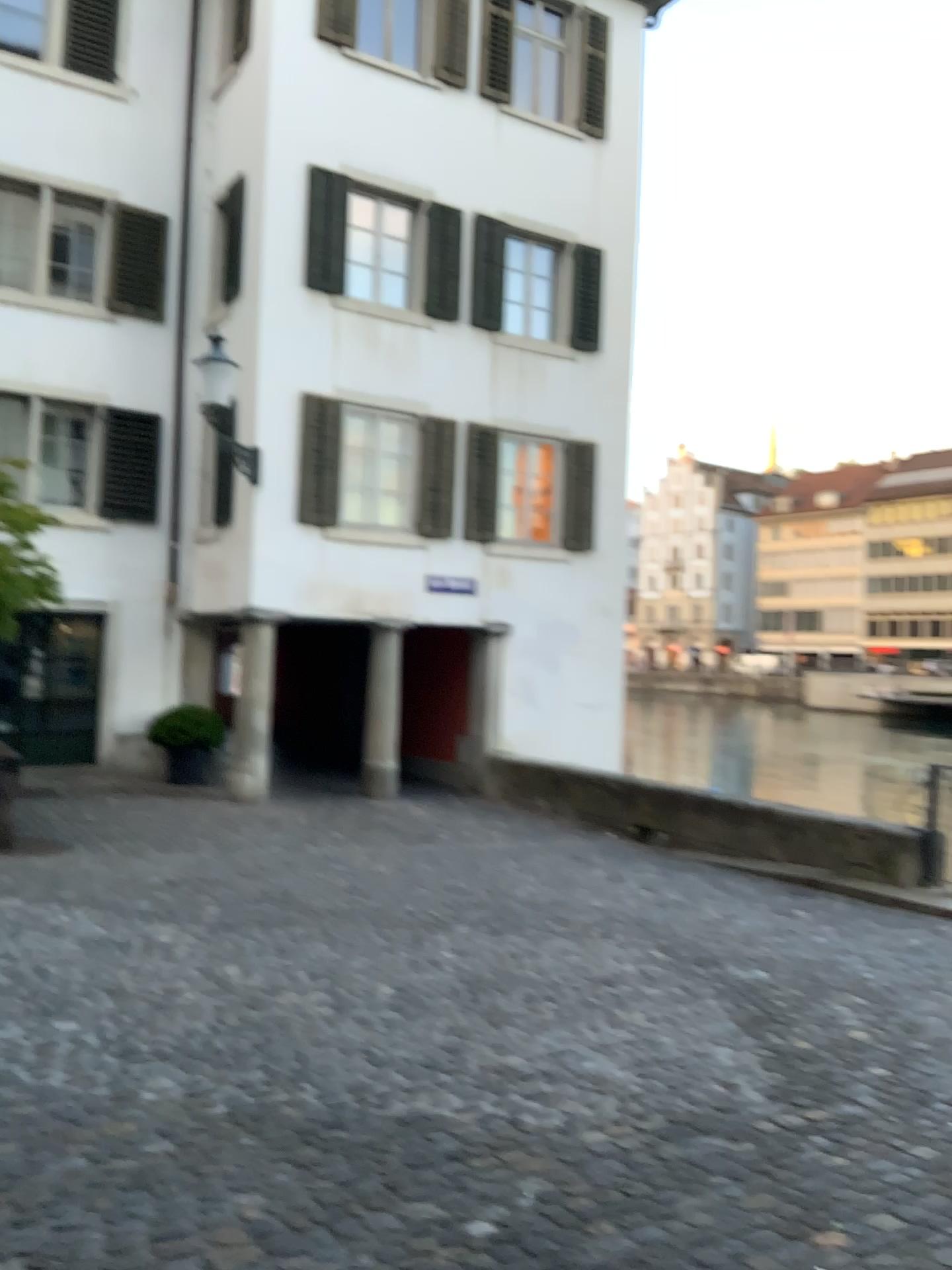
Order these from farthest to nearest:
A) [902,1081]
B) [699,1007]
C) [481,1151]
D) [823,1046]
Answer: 1. [699,1007]
2. [823,1046]
3. [902,1081]
4. [481,1151]
